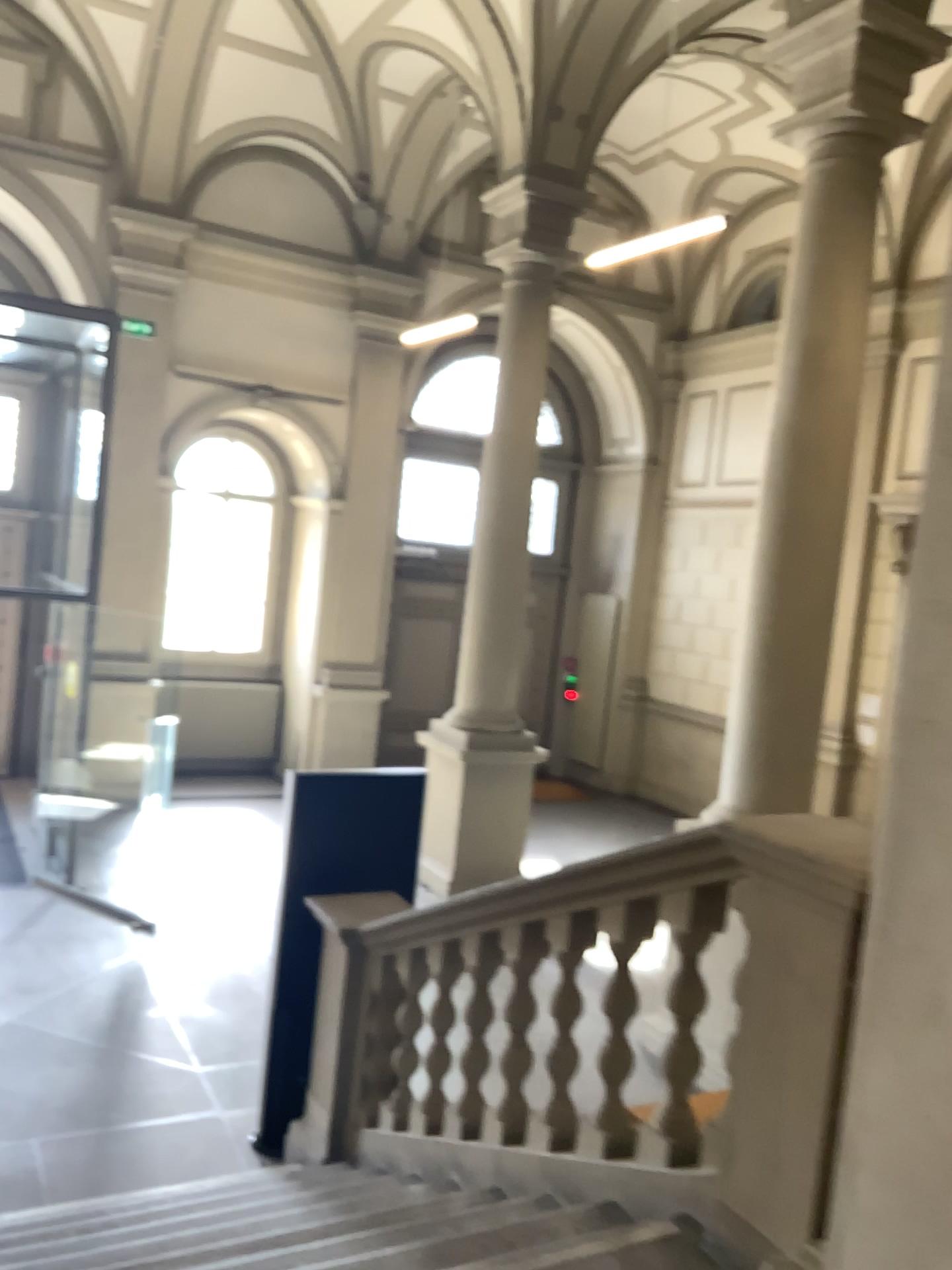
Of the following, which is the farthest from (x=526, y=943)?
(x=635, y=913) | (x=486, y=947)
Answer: (x=635, y=913)

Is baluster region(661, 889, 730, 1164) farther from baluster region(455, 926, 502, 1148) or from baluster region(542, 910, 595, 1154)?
baluster region(455, 926, 502, 1148)

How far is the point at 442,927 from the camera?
4.0 meters

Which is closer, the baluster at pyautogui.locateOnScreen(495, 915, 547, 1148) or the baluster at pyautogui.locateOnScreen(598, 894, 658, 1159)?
the baluster at pyautogui.locateOnScreen(598, 894, 658, 1159)

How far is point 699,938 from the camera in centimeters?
280cm

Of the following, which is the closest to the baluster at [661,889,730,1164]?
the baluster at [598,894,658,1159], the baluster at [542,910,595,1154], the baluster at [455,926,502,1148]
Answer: the baluster at [598,894,658,1159]

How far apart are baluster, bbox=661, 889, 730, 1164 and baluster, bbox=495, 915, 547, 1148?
0.7 meters

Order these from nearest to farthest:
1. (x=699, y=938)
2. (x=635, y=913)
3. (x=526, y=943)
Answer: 1. (x=699, y=938)
2. (x=635, y=913)
3. (x=526, y=943)

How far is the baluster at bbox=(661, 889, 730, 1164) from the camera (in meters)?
2.80

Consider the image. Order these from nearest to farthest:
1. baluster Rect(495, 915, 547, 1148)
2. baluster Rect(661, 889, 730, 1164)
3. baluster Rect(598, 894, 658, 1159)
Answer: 1. baluster Rect(661, 889, 730, 1164)
2. baluster Rect(598, 894, 658, 1159)
3. baluster Rect(495, 915, 547, 1148)
